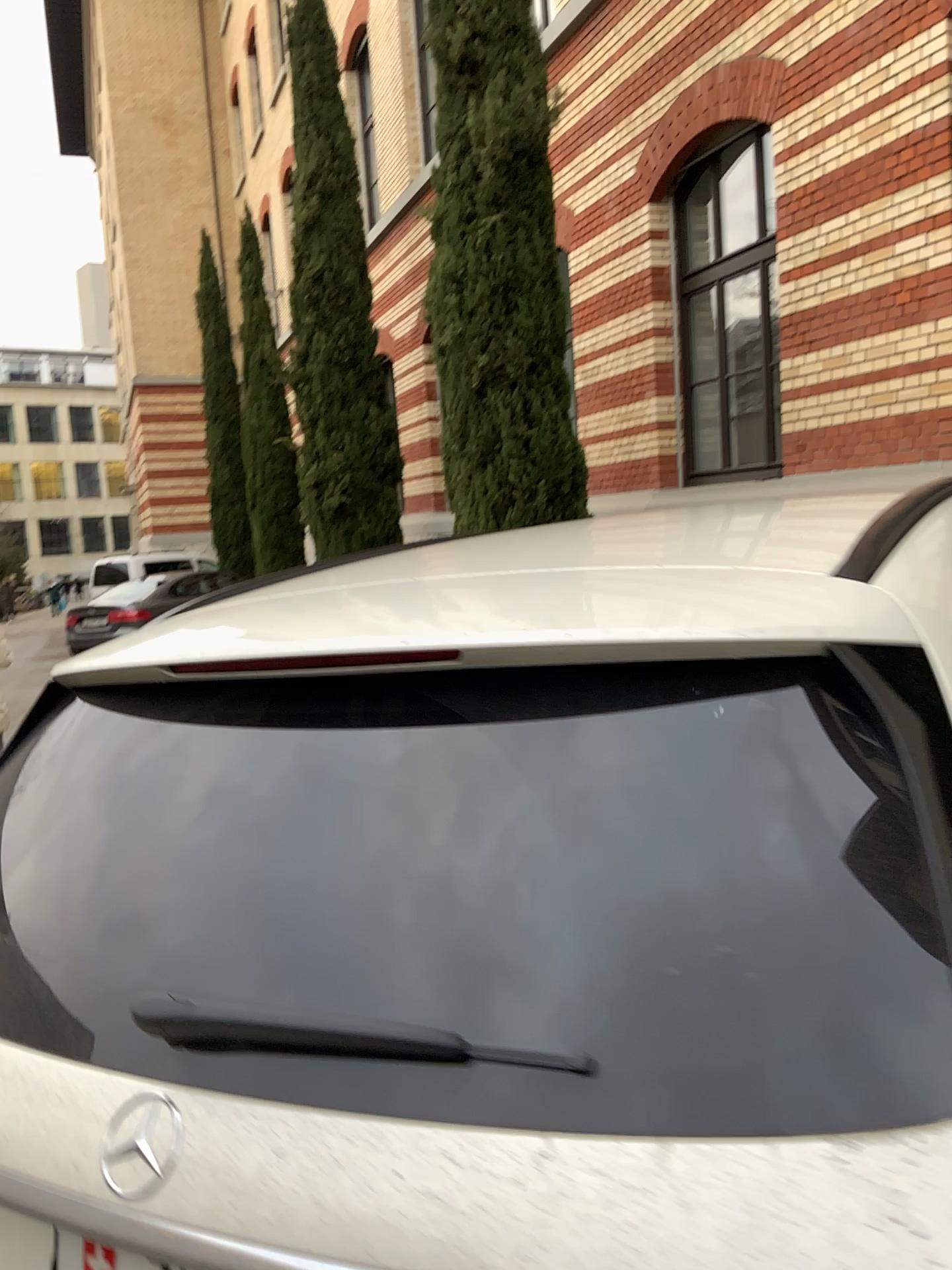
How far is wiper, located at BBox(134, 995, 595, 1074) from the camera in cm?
79

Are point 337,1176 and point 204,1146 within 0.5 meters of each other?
yes

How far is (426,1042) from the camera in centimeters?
79cm
